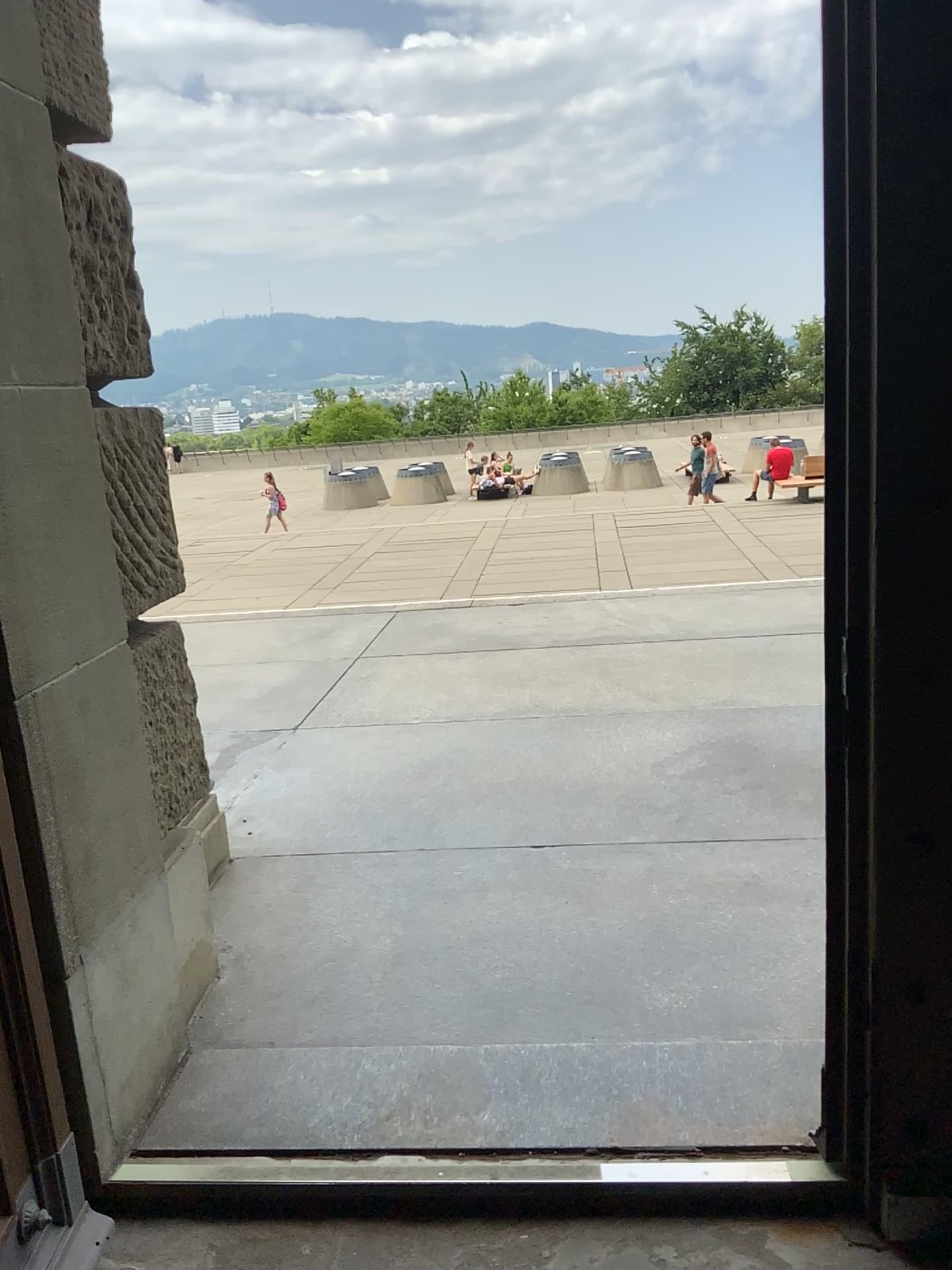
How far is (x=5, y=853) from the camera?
1.7m

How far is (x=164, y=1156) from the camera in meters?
2.0 m

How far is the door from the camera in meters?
1.7 m
